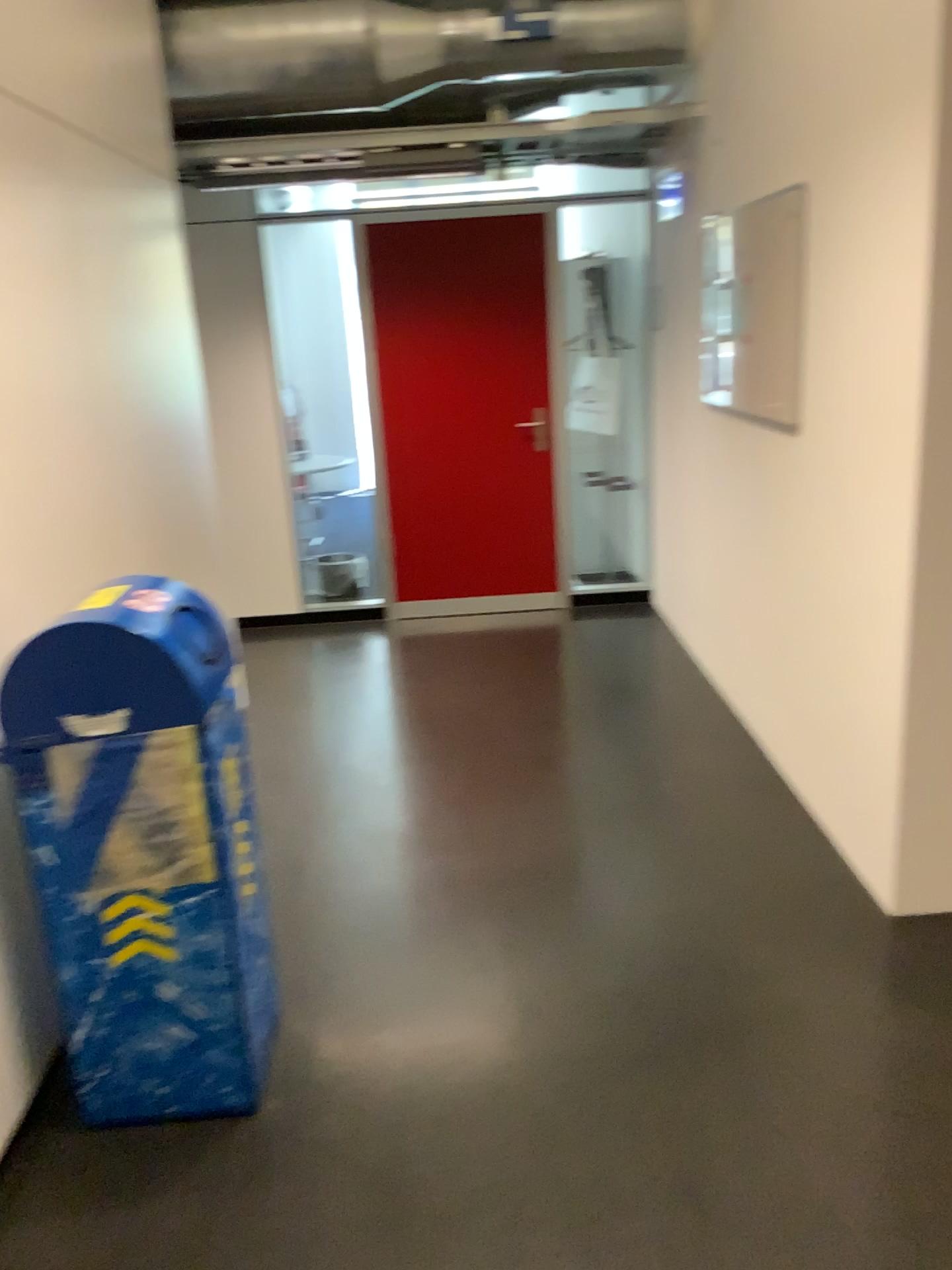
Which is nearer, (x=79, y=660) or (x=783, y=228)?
(x=79, y=660)

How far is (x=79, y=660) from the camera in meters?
2.0

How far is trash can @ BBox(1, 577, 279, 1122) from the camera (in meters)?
1.99

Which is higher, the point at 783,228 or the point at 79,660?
the point at 783,228

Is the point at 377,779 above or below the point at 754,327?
below

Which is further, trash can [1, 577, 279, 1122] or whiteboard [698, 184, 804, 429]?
whiteboard [698, 184, 804, 429]
